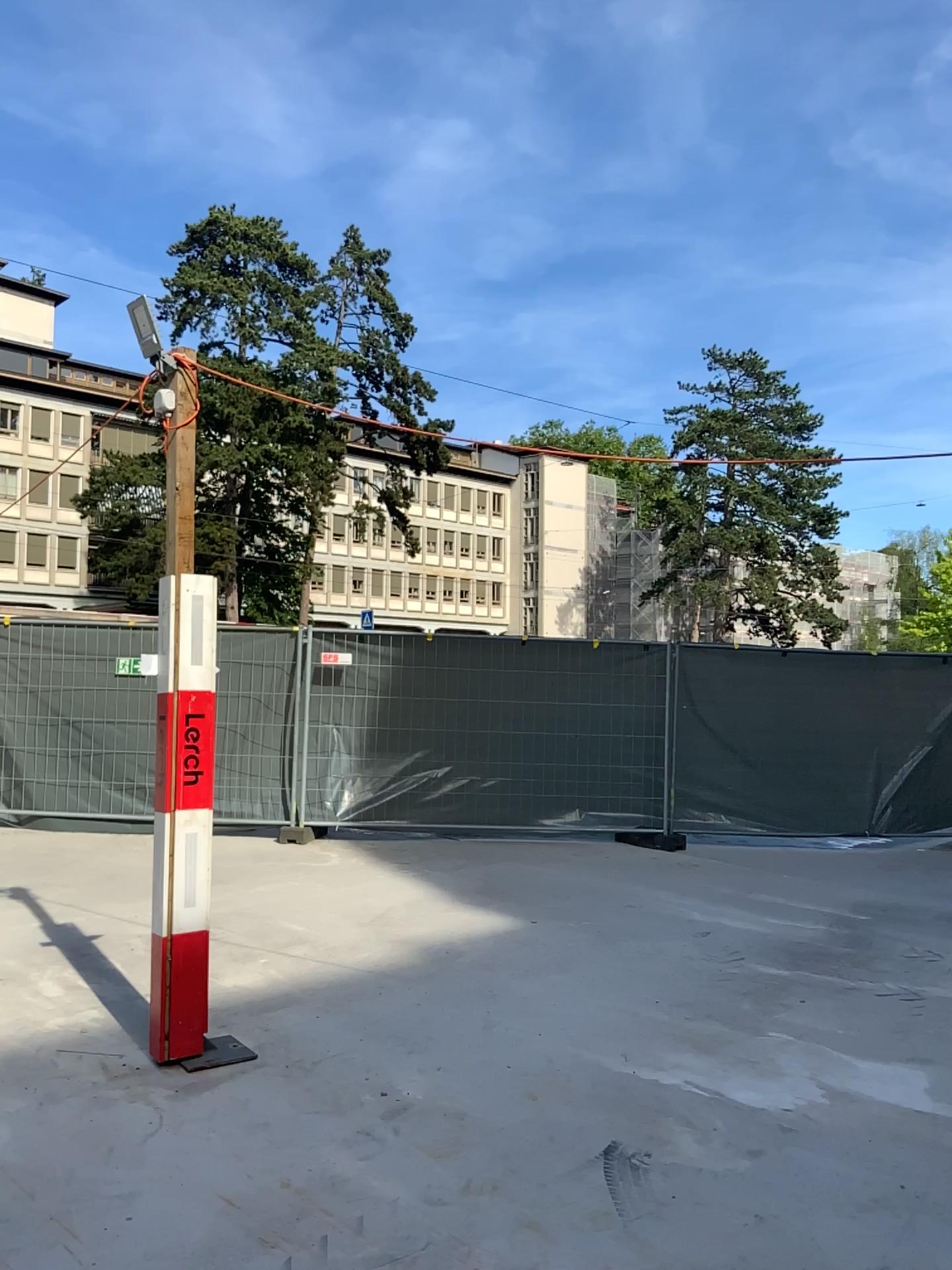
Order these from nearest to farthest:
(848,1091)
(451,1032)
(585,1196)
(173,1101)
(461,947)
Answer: (585,1196), (173,1101), (848,1091), (451,1032), (461,947)
